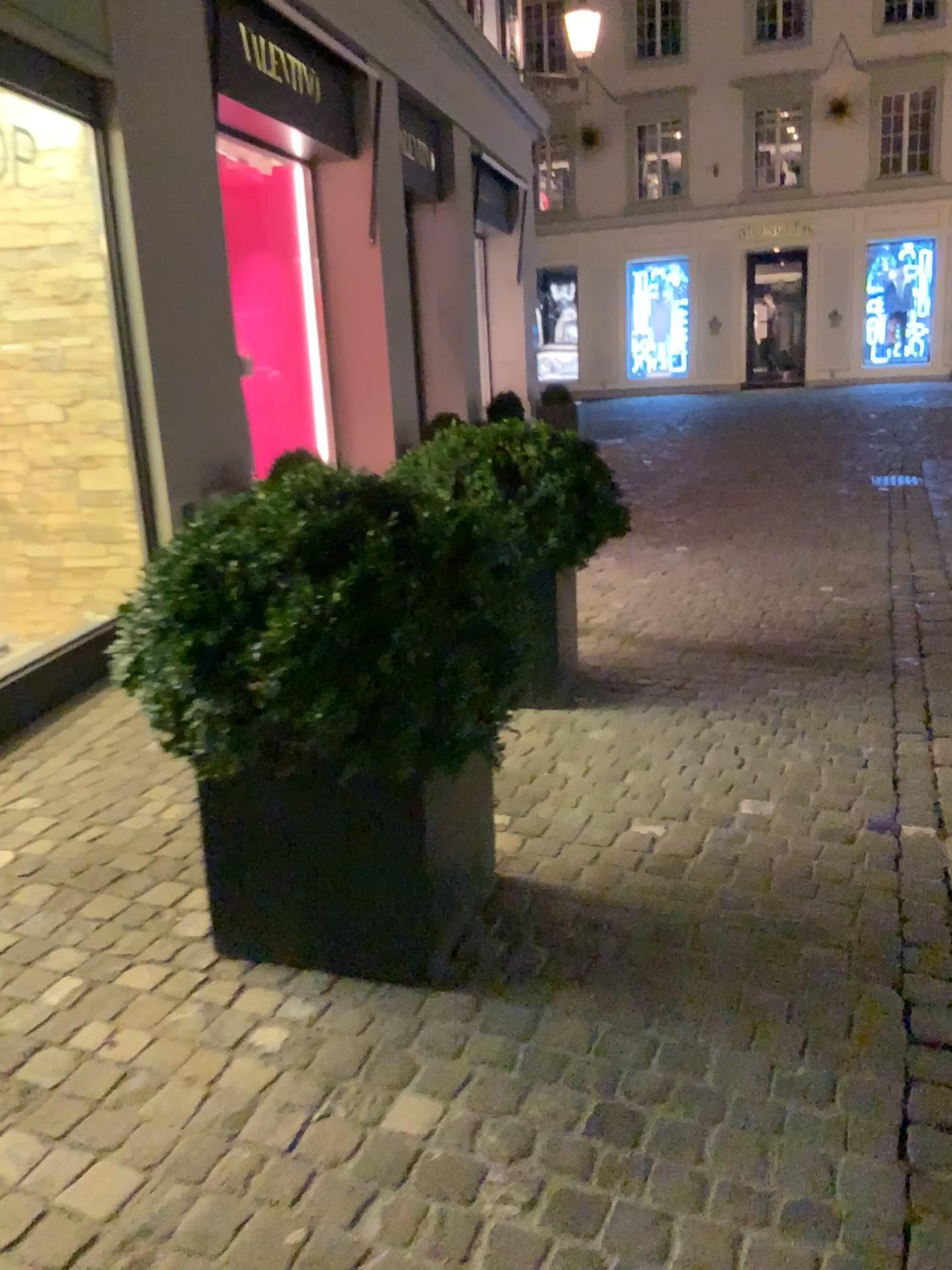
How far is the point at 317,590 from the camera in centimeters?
186cm

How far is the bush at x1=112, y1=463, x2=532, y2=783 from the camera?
1.9 meters

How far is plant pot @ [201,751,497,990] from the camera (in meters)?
2.05

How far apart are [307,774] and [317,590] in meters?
0.4

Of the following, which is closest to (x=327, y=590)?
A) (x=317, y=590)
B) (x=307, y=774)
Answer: (x=317, y=590)

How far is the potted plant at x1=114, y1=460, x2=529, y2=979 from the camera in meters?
1.9

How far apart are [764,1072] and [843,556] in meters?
4.0 m
